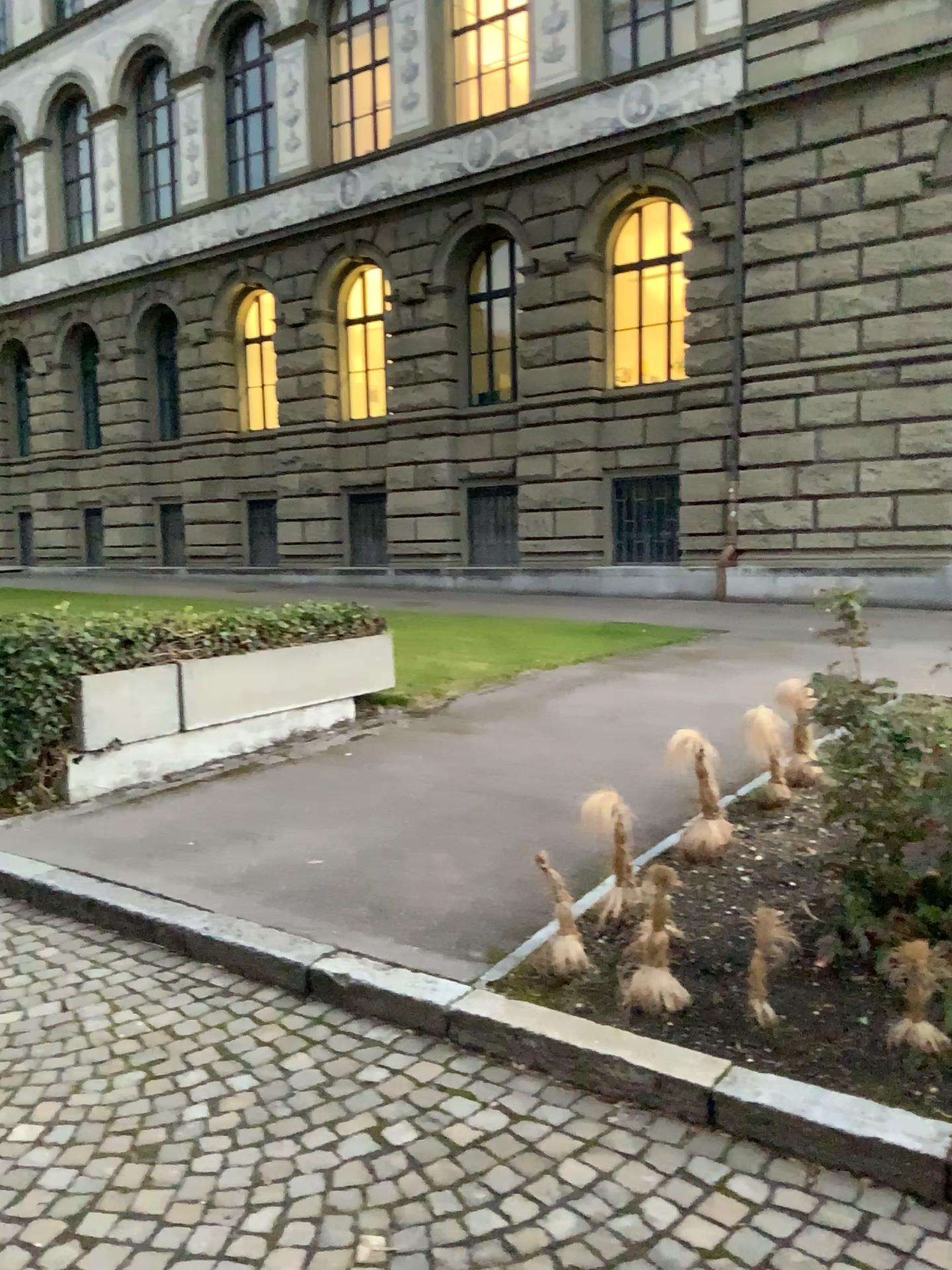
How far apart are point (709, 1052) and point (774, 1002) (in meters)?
0.31
